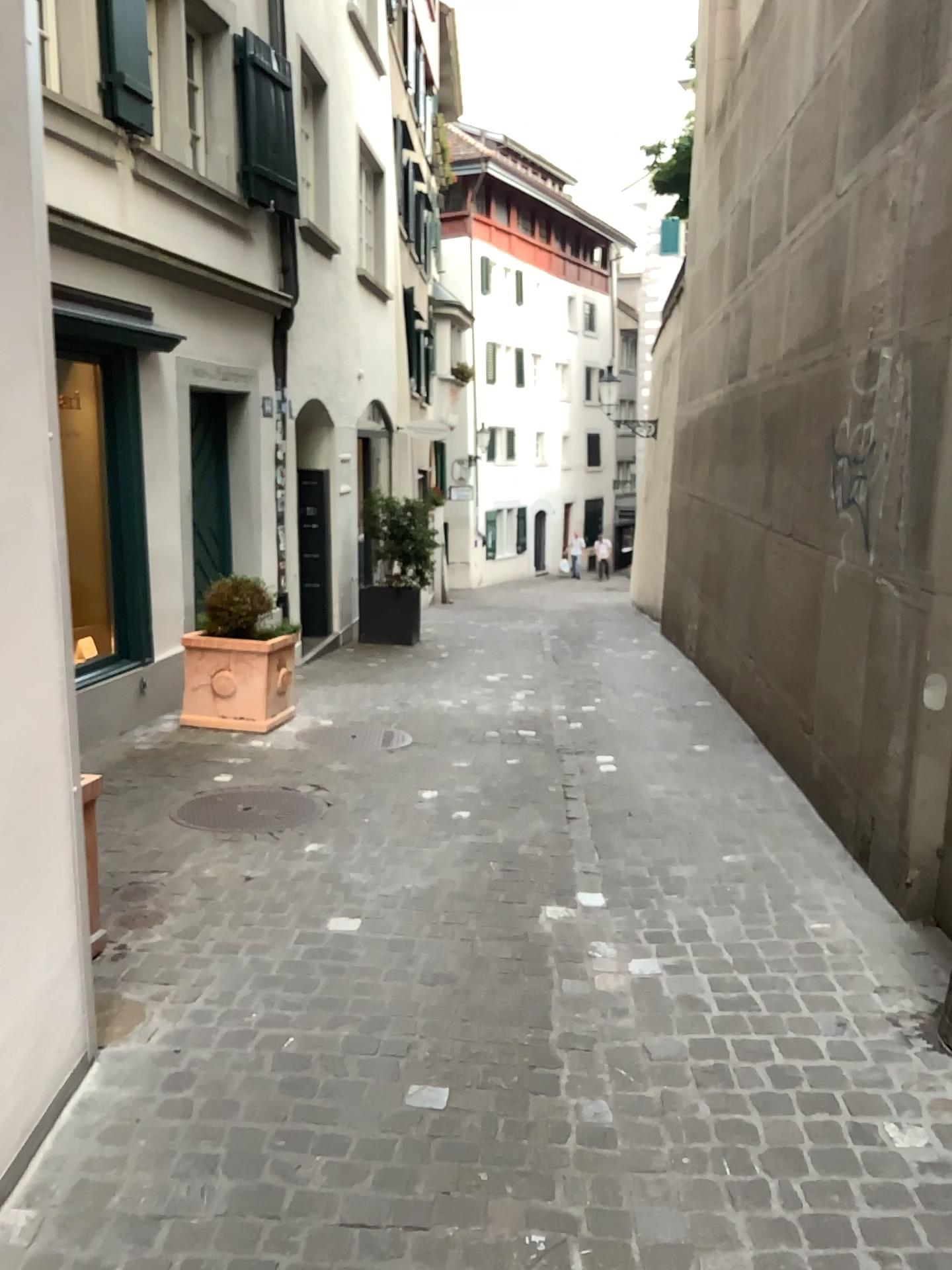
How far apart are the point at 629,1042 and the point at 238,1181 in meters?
1.1 m

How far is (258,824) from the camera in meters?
4.6

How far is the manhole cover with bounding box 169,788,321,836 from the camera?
4.6m
